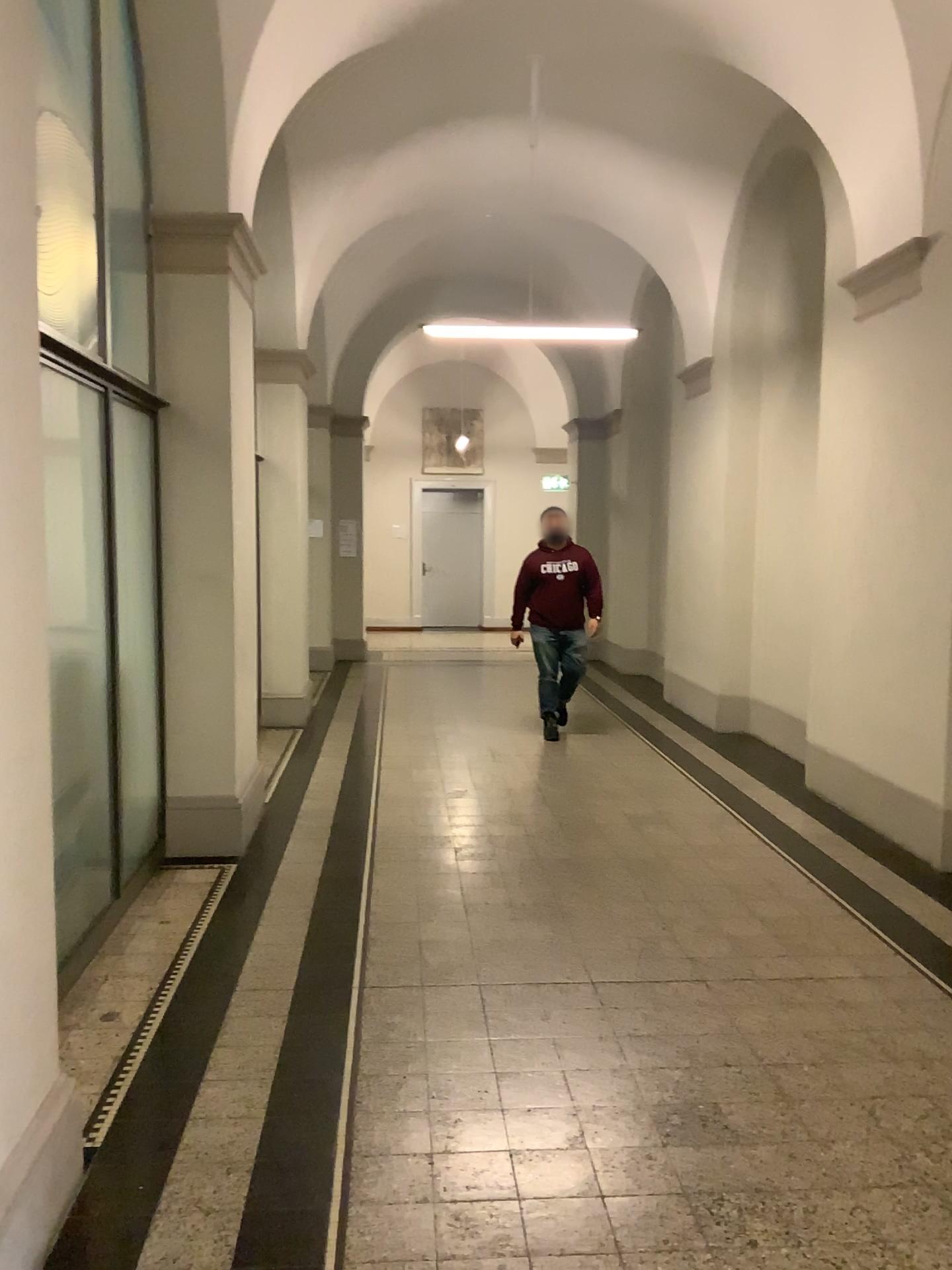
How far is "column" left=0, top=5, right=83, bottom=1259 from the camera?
2.12m

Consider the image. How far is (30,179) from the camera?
2.1m

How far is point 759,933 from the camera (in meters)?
4.13
